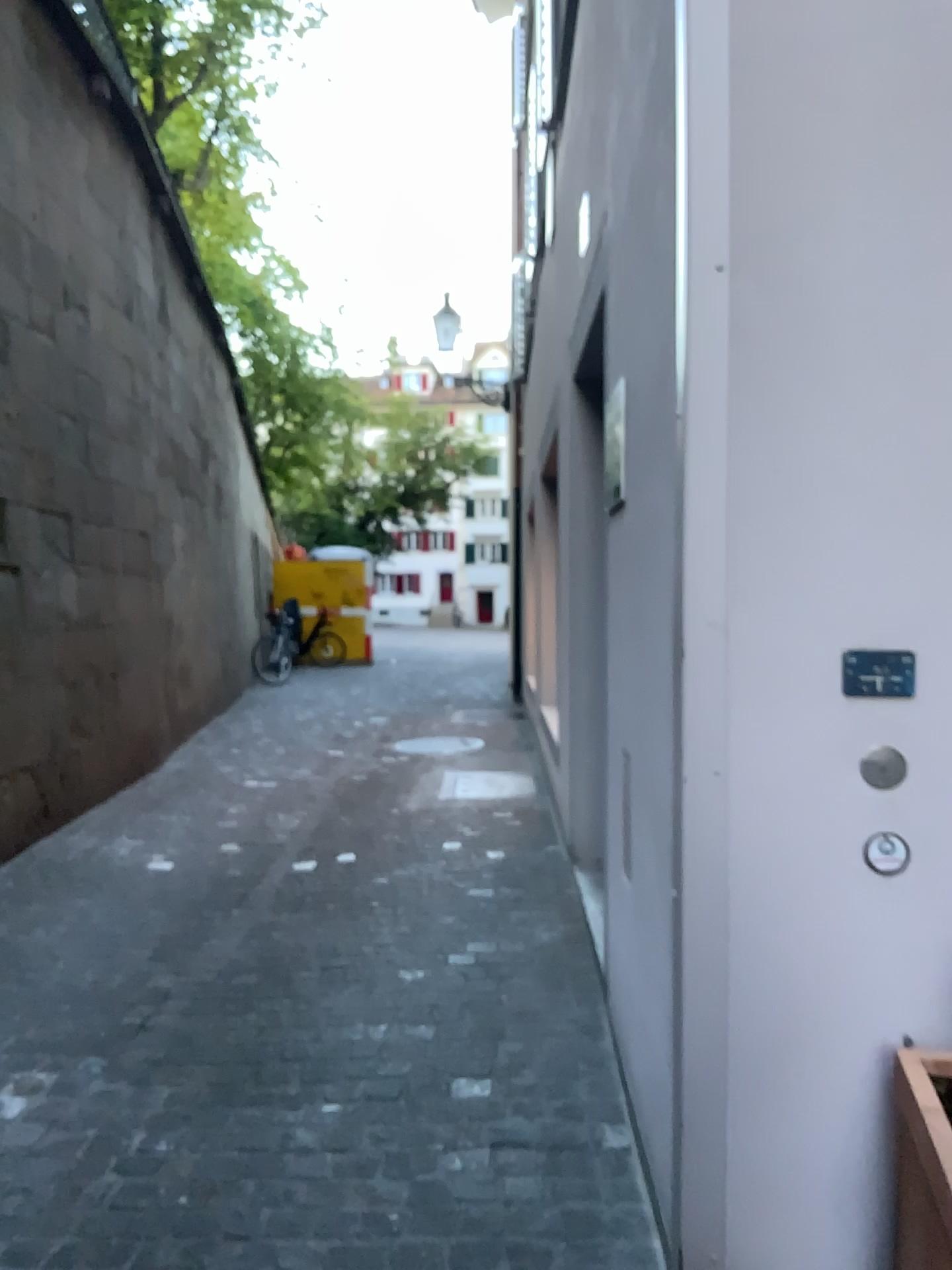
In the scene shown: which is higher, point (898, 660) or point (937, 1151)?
point (898, 660)

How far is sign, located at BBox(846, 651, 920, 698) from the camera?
1.7 meters

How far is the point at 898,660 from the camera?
1.72m

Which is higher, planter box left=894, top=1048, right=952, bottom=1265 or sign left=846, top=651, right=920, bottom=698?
sign left=846, top=651, right=920, bottom=698

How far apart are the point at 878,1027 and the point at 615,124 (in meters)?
1.86

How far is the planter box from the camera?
1.5m

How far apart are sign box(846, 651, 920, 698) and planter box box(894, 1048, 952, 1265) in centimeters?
58cm

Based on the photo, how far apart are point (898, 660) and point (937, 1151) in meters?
0.7 m
